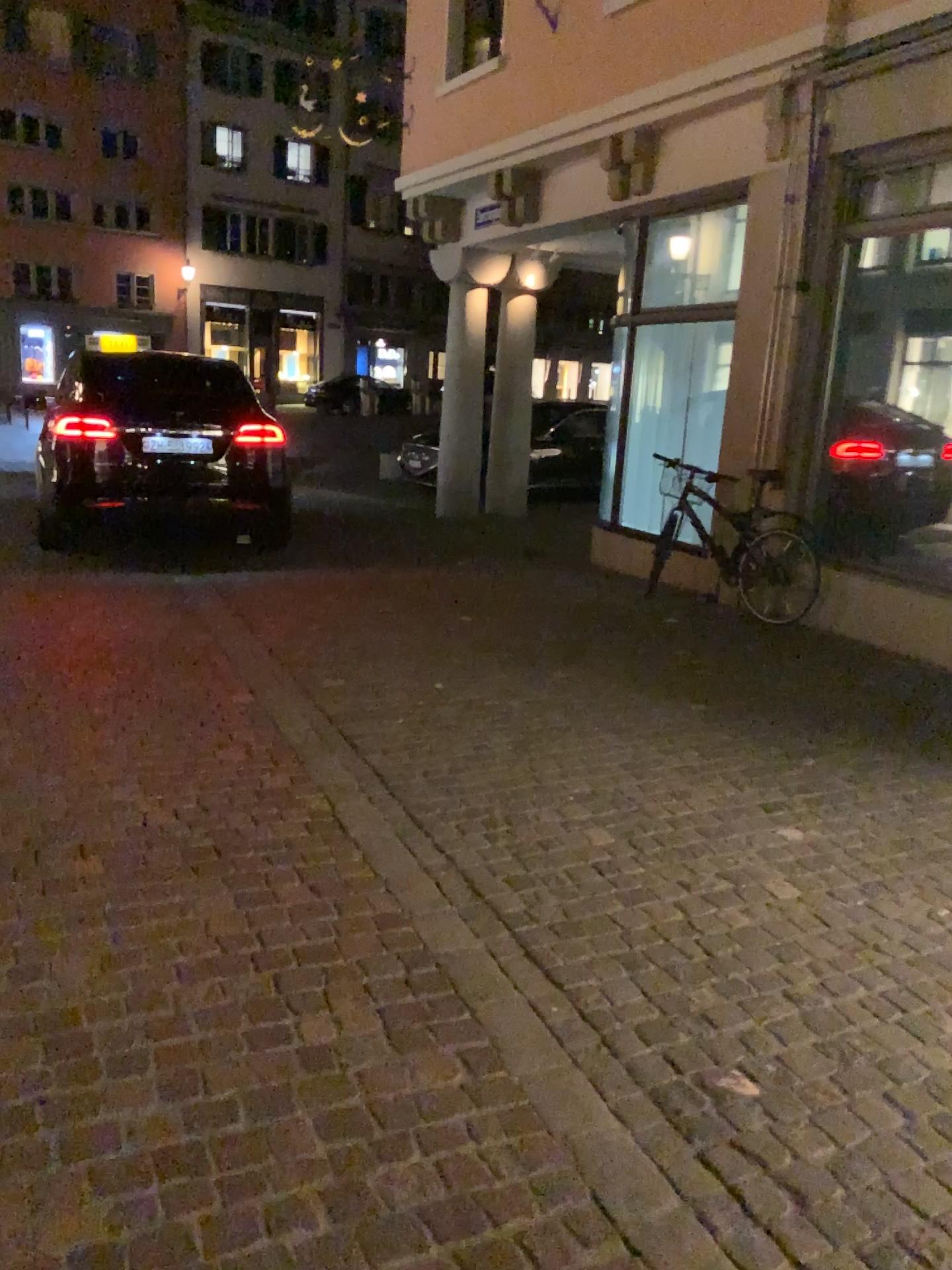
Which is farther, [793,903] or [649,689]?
[649,689]
